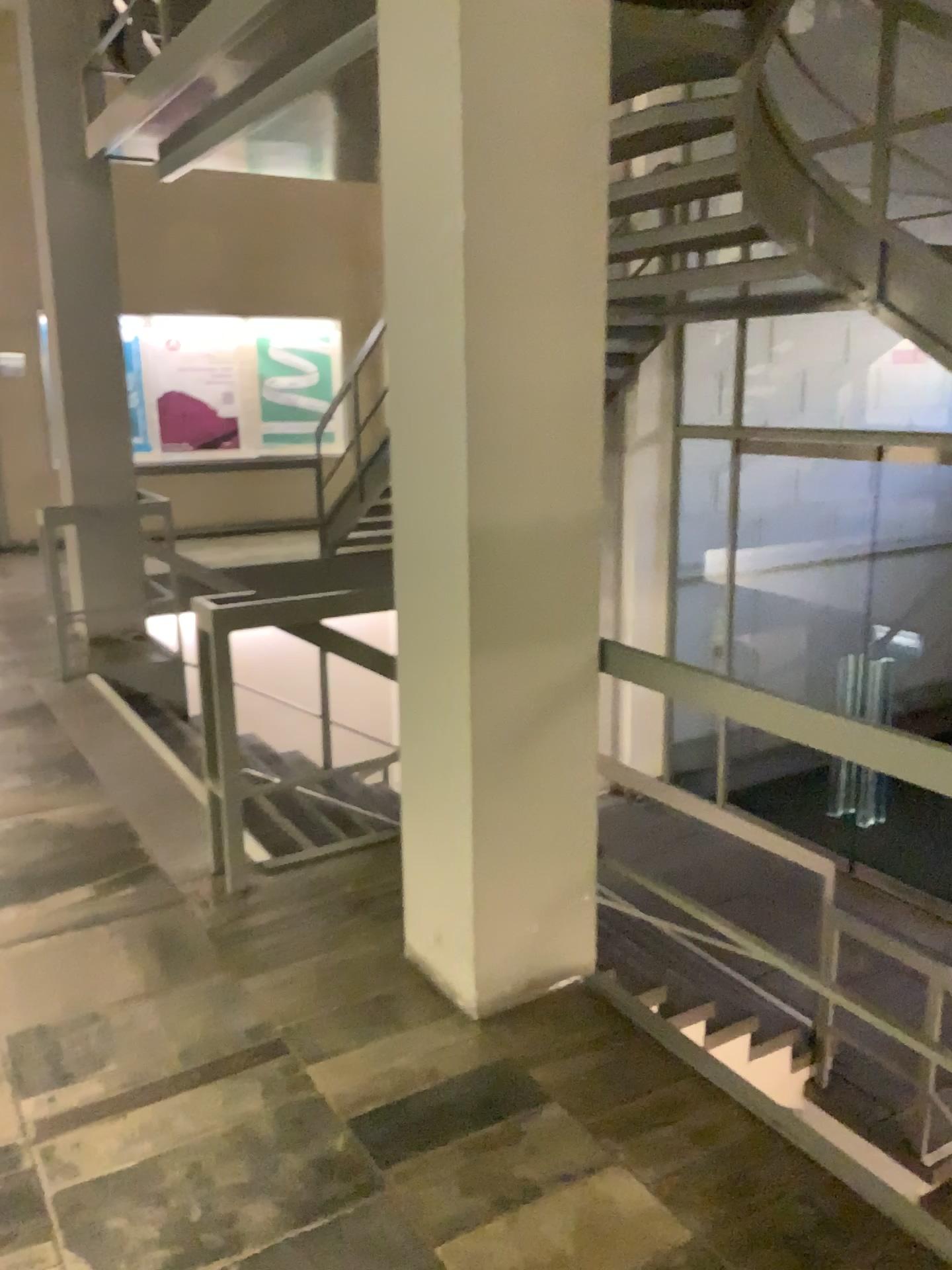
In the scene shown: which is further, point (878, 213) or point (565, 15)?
point (878, 213)

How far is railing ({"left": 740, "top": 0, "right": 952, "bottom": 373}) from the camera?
4.19m

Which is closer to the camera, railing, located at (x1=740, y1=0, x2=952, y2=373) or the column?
the column

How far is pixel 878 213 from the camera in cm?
419

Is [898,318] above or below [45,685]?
above
